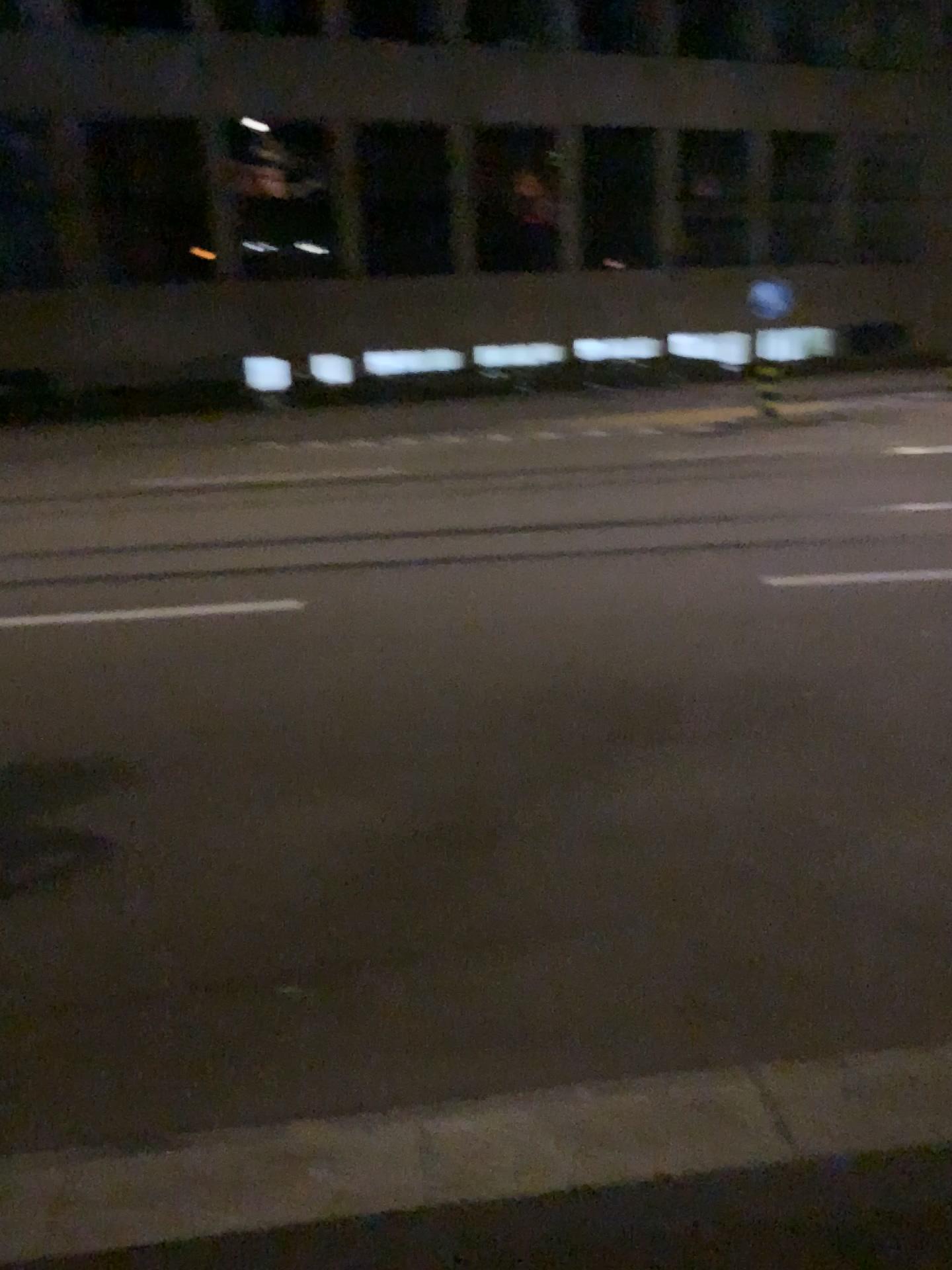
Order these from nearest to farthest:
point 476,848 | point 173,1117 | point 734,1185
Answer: point 734,1185 → point 173,1117 → point 476,848
